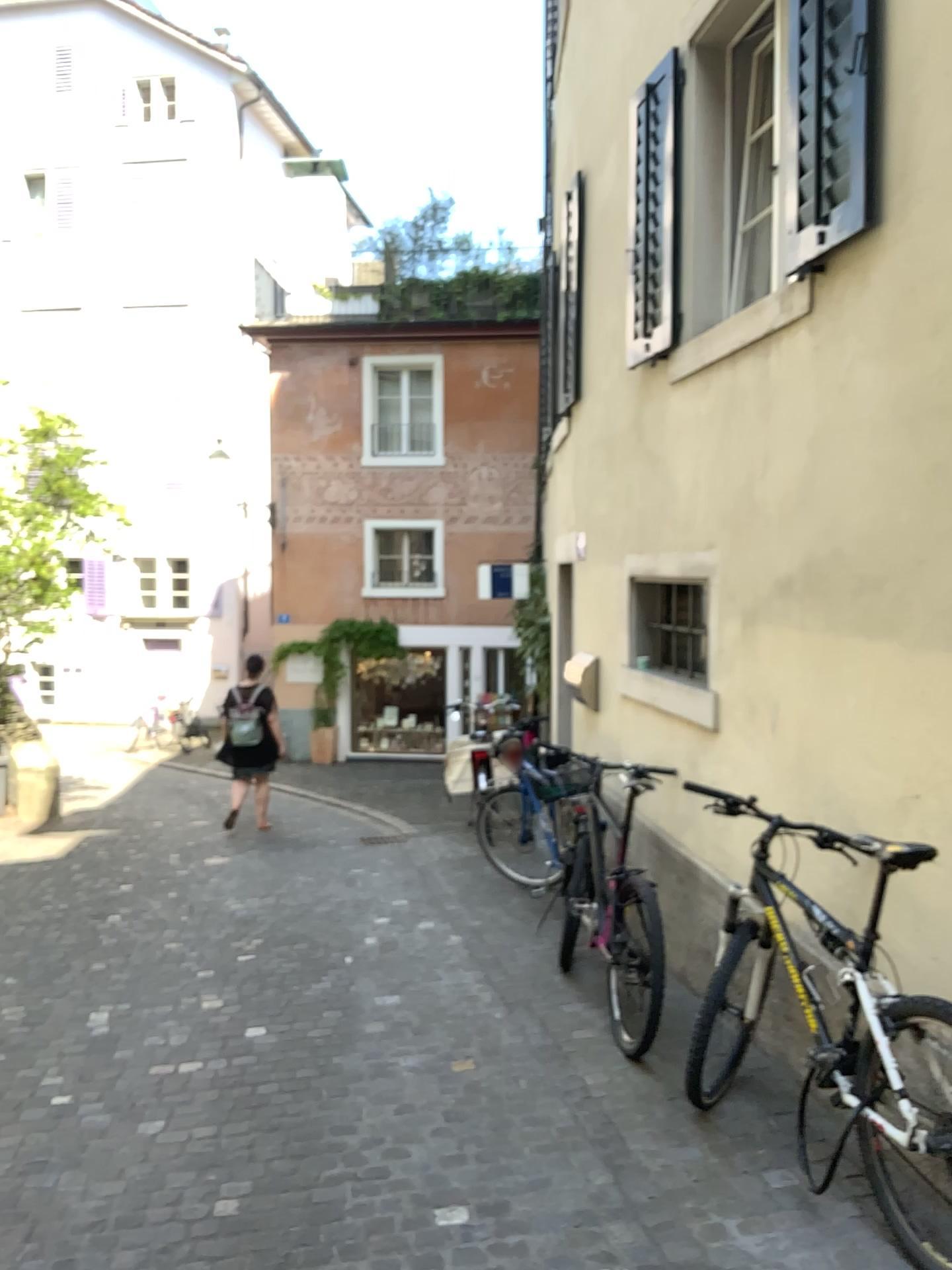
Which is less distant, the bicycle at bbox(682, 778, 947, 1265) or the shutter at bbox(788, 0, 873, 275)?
the bicycle at bbox(682, 778, 947, 1265)

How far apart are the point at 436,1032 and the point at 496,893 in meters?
2.3 m

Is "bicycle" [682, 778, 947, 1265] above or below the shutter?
below

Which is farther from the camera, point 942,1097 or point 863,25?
point 863,25

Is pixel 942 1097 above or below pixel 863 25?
below
